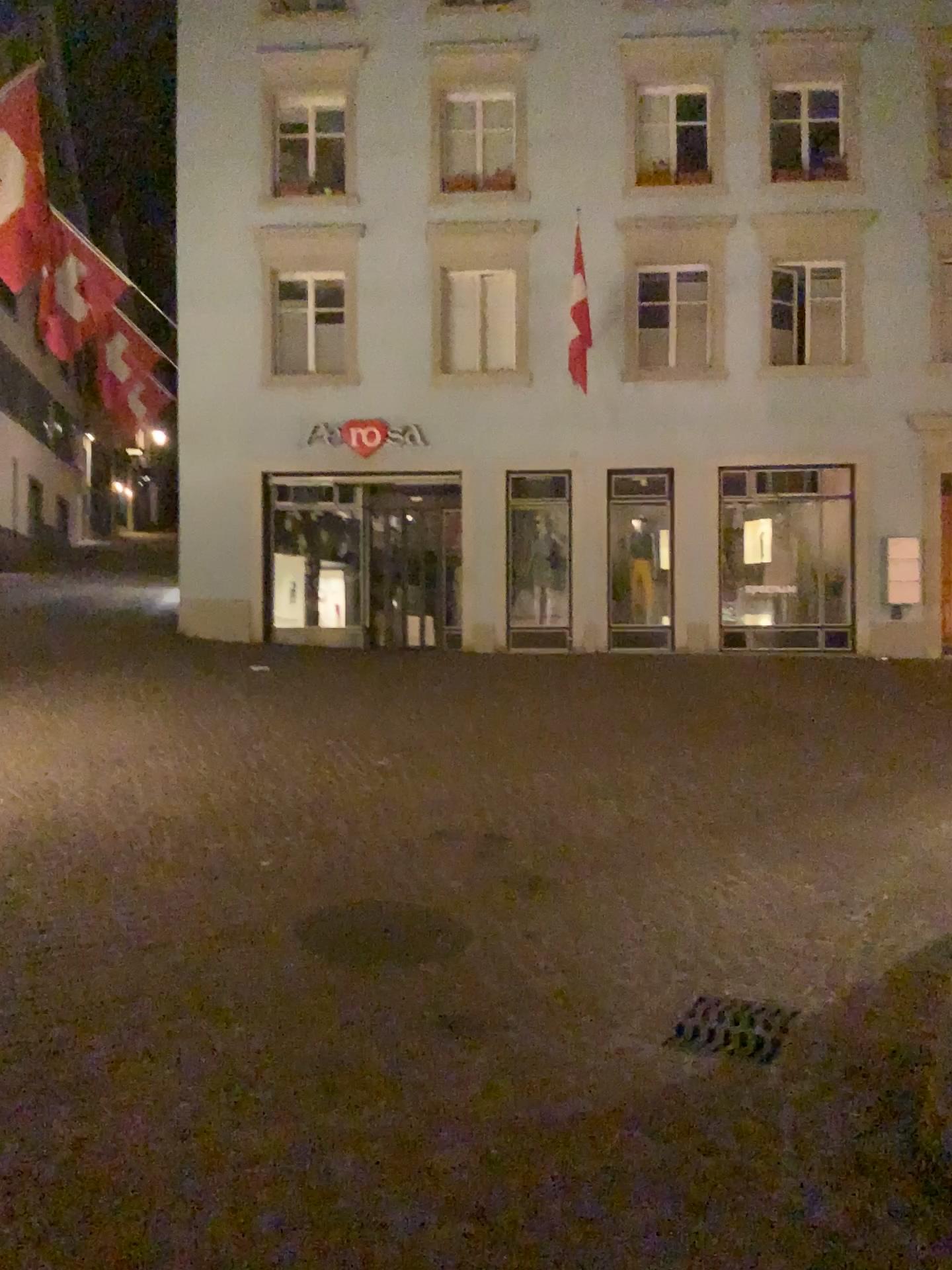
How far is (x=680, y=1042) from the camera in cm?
341

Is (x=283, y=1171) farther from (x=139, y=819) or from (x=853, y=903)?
(x=139, y=819)

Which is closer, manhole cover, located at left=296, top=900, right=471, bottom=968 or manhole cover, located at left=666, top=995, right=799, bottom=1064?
manhole cover, located at left=666, top=995, right=799, bottom=1064

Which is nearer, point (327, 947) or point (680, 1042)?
point (680, 1042)

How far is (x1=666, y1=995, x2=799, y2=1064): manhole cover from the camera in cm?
341
